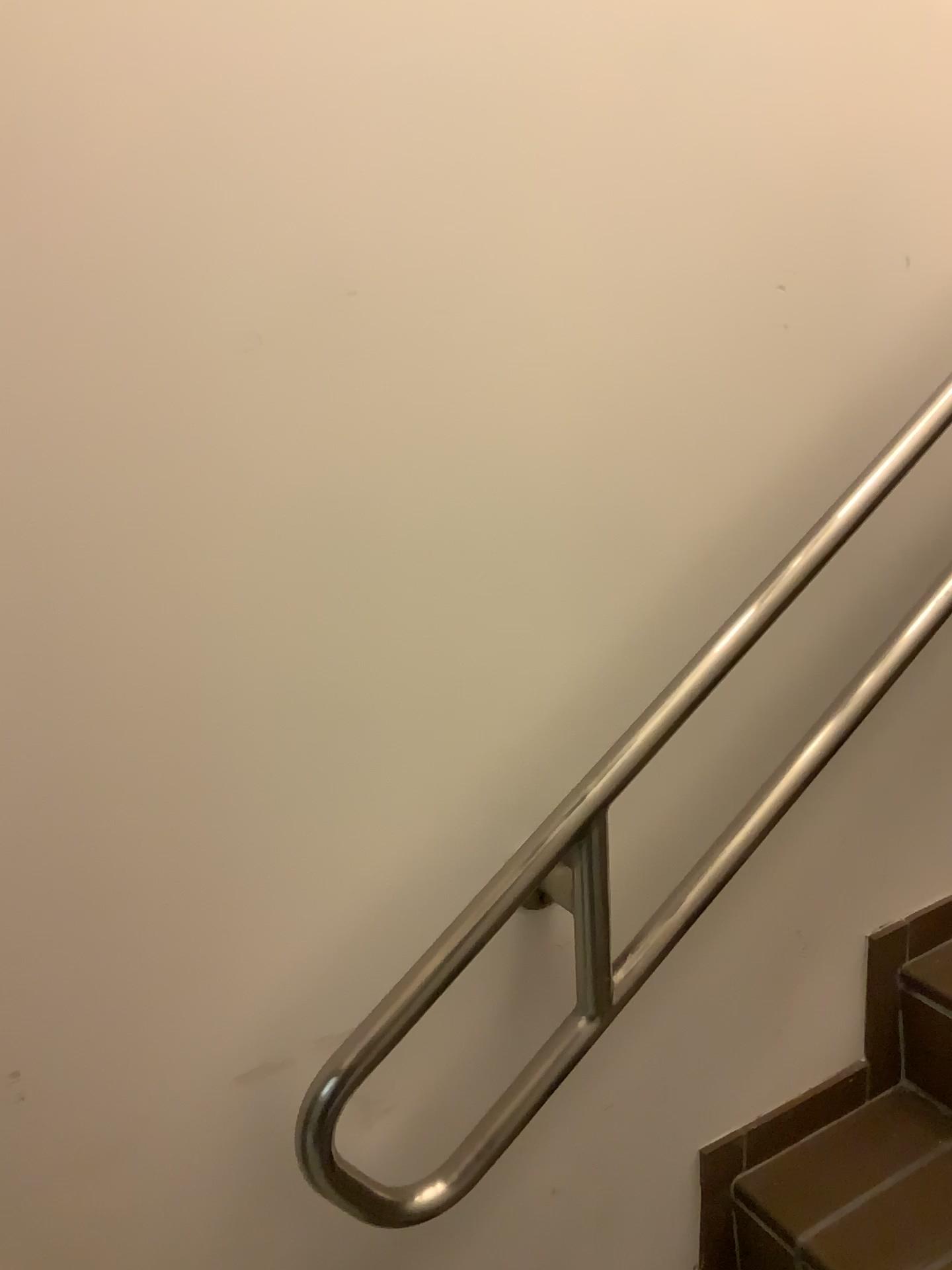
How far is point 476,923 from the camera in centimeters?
88cm

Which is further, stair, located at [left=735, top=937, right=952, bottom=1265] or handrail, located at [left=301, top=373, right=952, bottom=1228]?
stair, located at [left=735, top=937, right=952, bottom=1265]

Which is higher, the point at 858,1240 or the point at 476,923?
the point at 476,923

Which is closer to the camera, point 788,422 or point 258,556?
point 258,556

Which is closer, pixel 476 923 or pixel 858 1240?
pixel 476 923

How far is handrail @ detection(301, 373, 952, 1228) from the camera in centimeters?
88cm

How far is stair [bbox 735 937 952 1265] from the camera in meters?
1.2

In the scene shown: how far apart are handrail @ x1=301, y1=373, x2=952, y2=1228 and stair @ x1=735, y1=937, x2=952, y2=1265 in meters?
0.4 m
